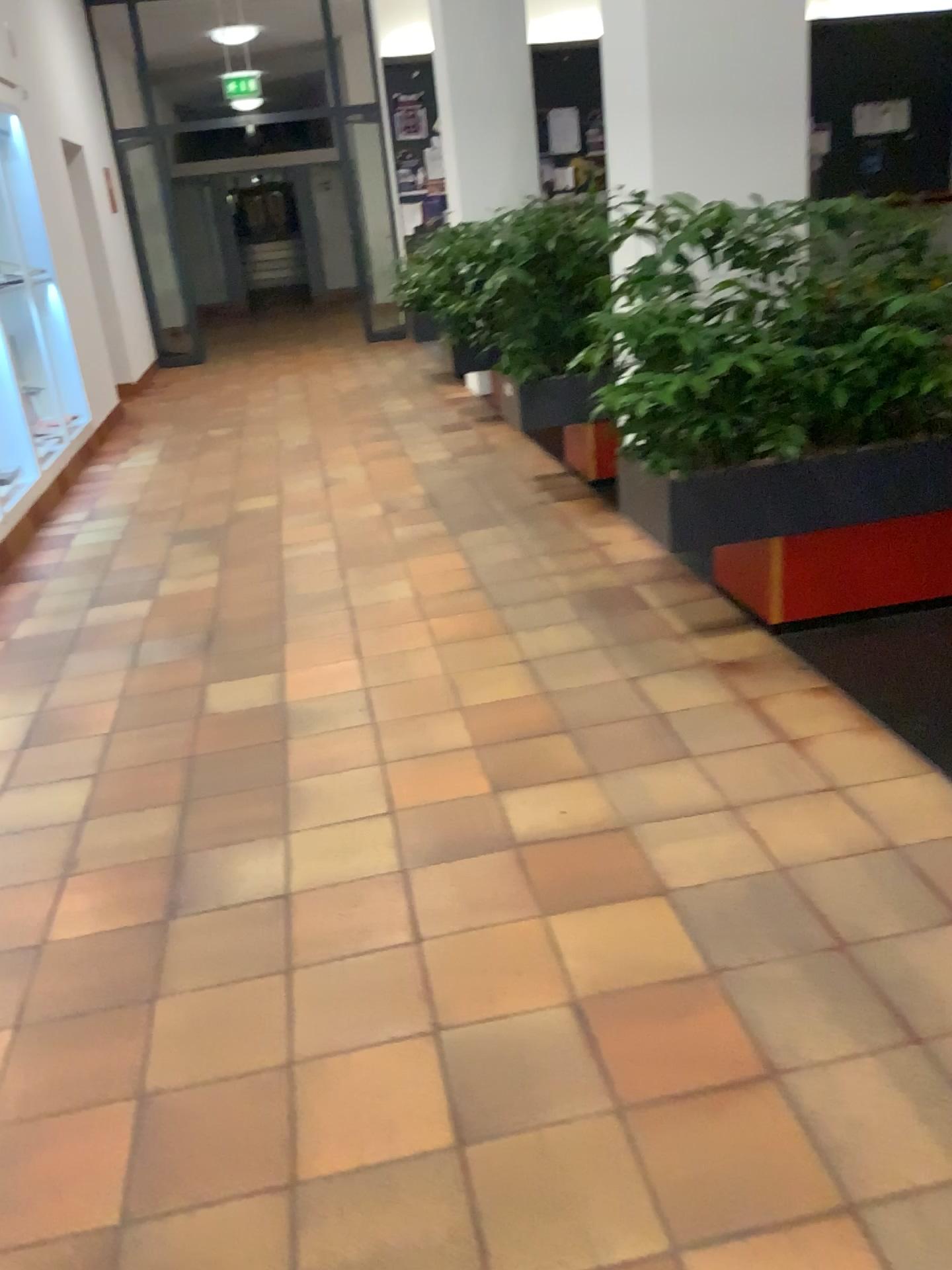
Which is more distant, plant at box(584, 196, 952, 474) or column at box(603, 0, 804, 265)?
column at box(603, 0, 804, 265)

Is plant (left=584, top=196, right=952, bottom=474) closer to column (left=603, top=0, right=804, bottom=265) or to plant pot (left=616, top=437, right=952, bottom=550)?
plant pot (left=616, top=437, right=952, bottom=550)

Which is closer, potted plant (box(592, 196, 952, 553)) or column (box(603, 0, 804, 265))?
potted plant (box(592, 196, 952, 553))

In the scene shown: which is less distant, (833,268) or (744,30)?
(833,268)

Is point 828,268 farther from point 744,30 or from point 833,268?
point 744,30

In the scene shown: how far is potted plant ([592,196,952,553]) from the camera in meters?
2.9 m

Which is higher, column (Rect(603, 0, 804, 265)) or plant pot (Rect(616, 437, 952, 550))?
column (Rect(603, 0, 804, 265))

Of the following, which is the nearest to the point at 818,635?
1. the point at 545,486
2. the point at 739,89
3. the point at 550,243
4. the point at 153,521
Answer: the point at 739,89

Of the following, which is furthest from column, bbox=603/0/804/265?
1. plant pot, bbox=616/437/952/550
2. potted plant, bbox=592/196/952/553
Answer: plant pot, bbox=616/437/952/550

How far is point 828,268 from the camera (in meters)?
2.92
